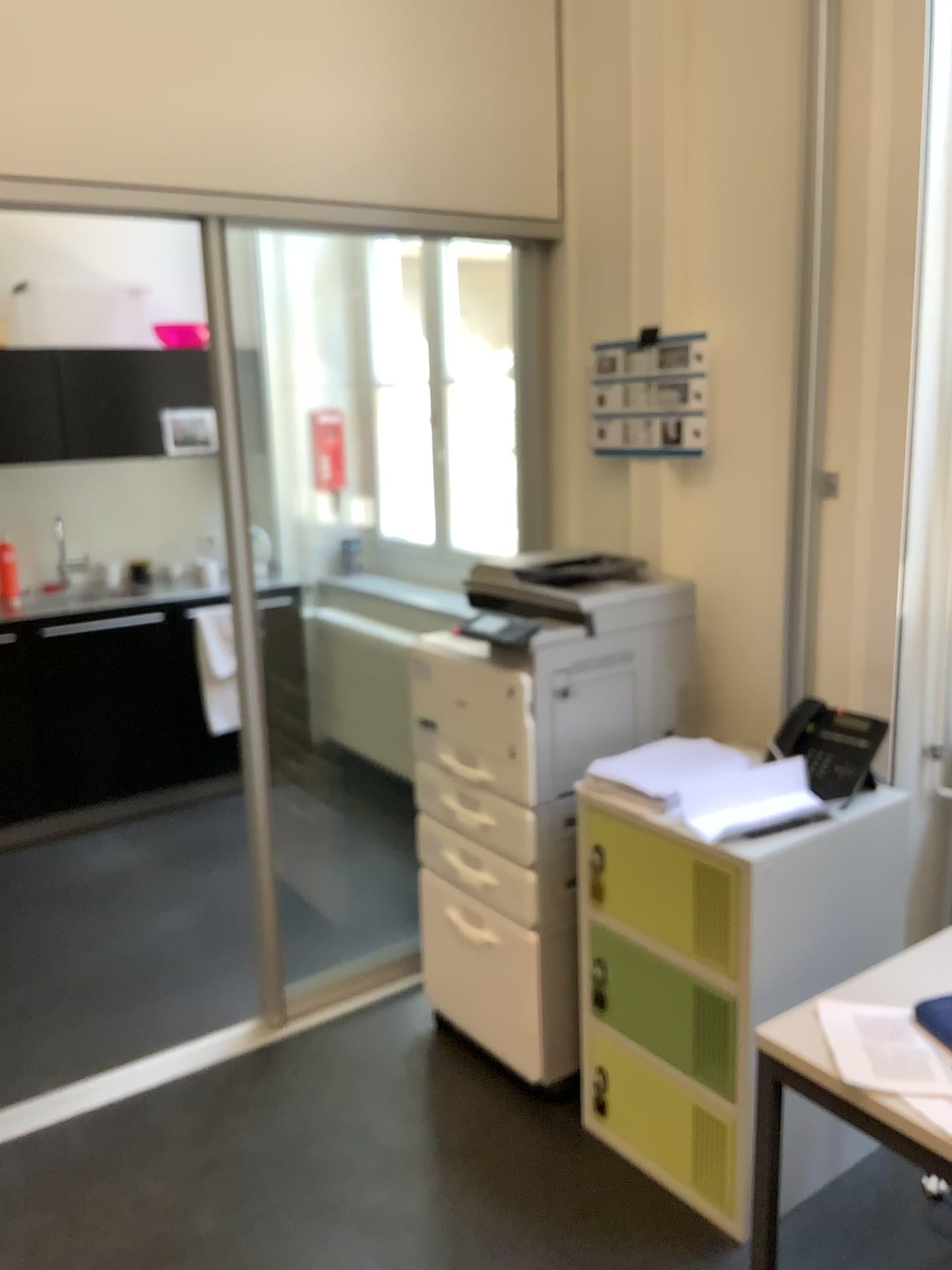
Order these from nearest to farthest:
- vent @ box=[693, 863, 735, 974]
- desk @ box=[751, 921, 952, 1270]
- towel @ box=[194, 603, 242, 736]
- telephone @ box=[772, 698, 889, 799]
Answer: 1. desk @ box=[751, 921, 952, 1270]
2. vent @ box=[693, 863, 735, 974]
3. telephone @ box=[772, 698, 889, 799]
4. towel @ box=[194, 603, 242, 736]

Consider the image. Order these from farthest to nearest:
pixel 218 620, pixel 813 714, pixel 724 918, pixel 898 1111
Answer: pixel 218 620, pixel 813 714, pixel 724 918, pixel 898 1111

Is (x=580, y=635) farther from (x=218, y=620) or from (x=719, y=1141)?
(x=218, y=620)

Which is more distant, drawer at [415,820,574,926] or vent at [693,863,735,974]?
drawer at [415,820,574,926]

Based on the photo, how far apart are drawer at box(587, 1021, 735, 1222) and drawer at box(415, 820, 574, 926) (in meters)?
0.26

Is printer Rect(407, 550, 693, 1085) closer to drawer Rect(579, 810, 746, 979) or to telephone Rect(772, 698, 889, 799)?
drawer Rect(579, 810, 746, 979)

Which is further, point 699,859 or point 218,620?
point 218,620

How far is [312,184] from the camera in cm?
254

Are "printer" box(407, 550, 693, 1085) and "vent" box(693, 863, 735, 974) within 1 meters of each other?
yes

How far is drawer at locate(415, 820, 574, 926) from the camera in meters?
2.5 m
